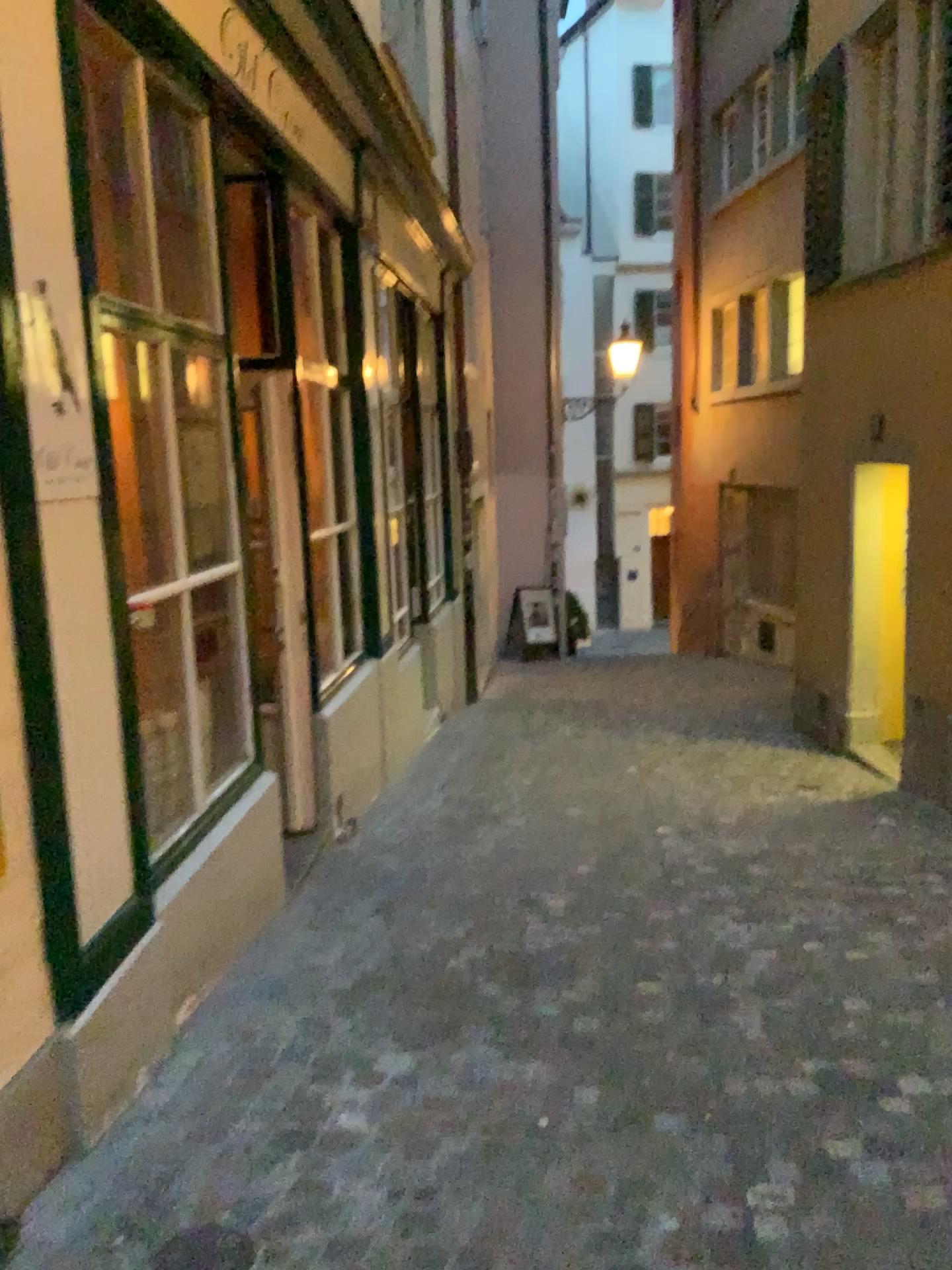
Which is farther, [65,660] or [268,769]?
[268,769]

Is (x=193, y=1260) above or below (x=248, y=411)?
below

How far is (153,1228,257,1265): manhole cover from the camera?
2.0m

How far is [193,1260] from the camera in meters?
2.0 m

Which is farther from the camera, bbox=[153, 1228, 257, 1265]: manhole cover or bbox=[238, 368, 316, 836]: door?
bbox=[238, 368, 316, 836]: door

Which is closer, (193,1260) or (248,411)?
(193,1260)
